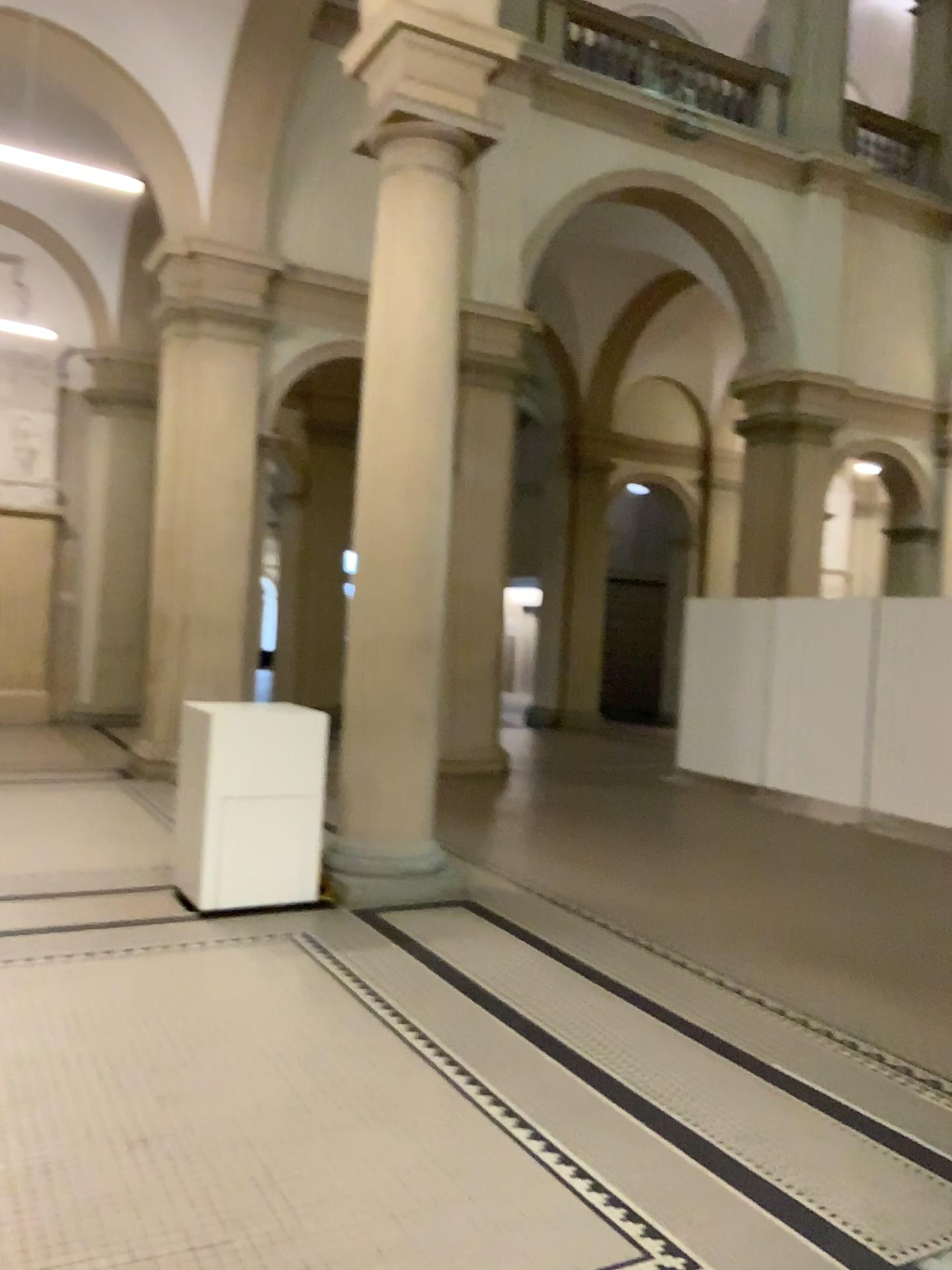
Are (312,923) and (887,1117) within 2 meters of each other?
no
